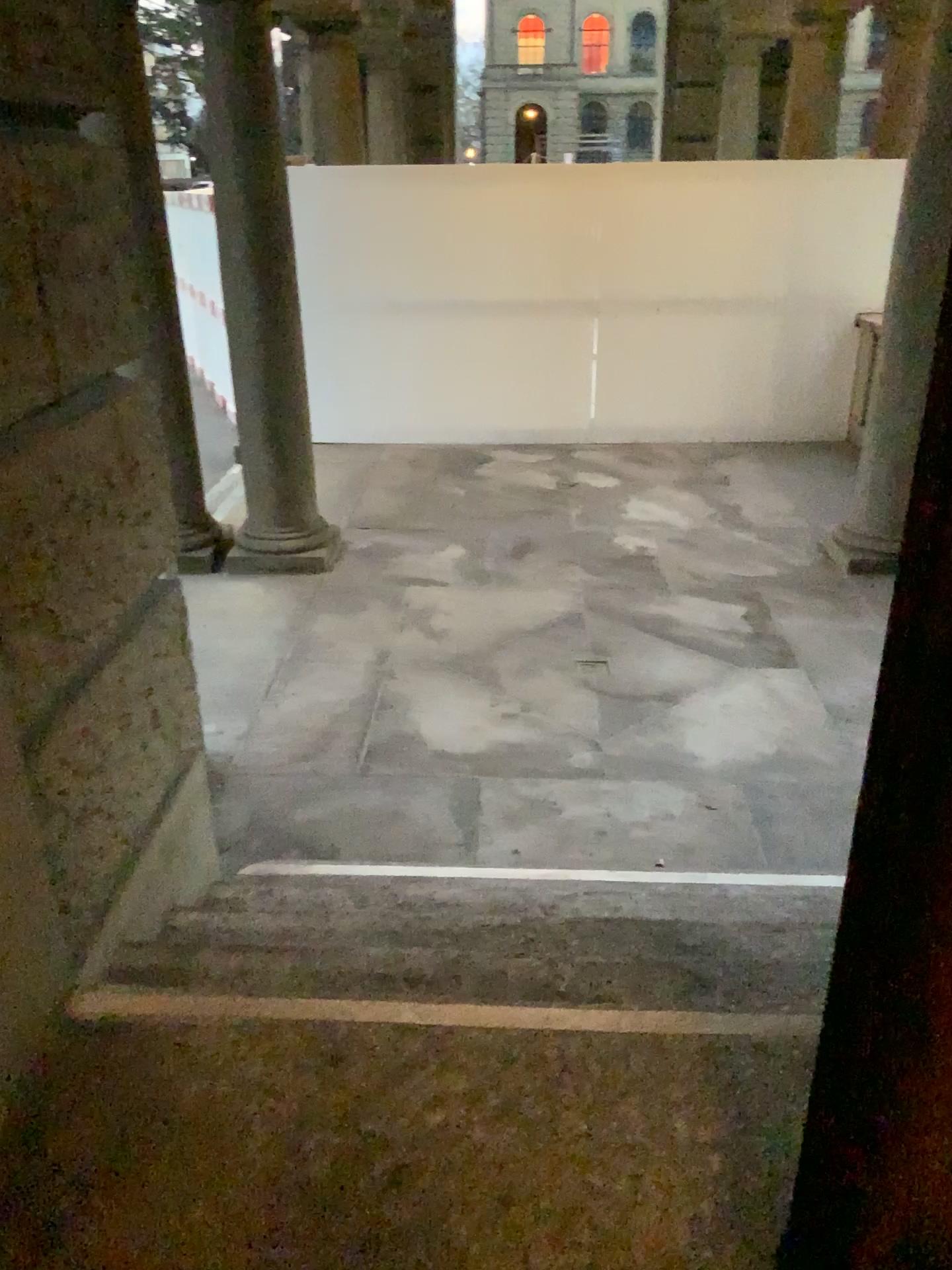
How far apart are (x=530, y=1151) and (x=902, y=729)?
1.1m
